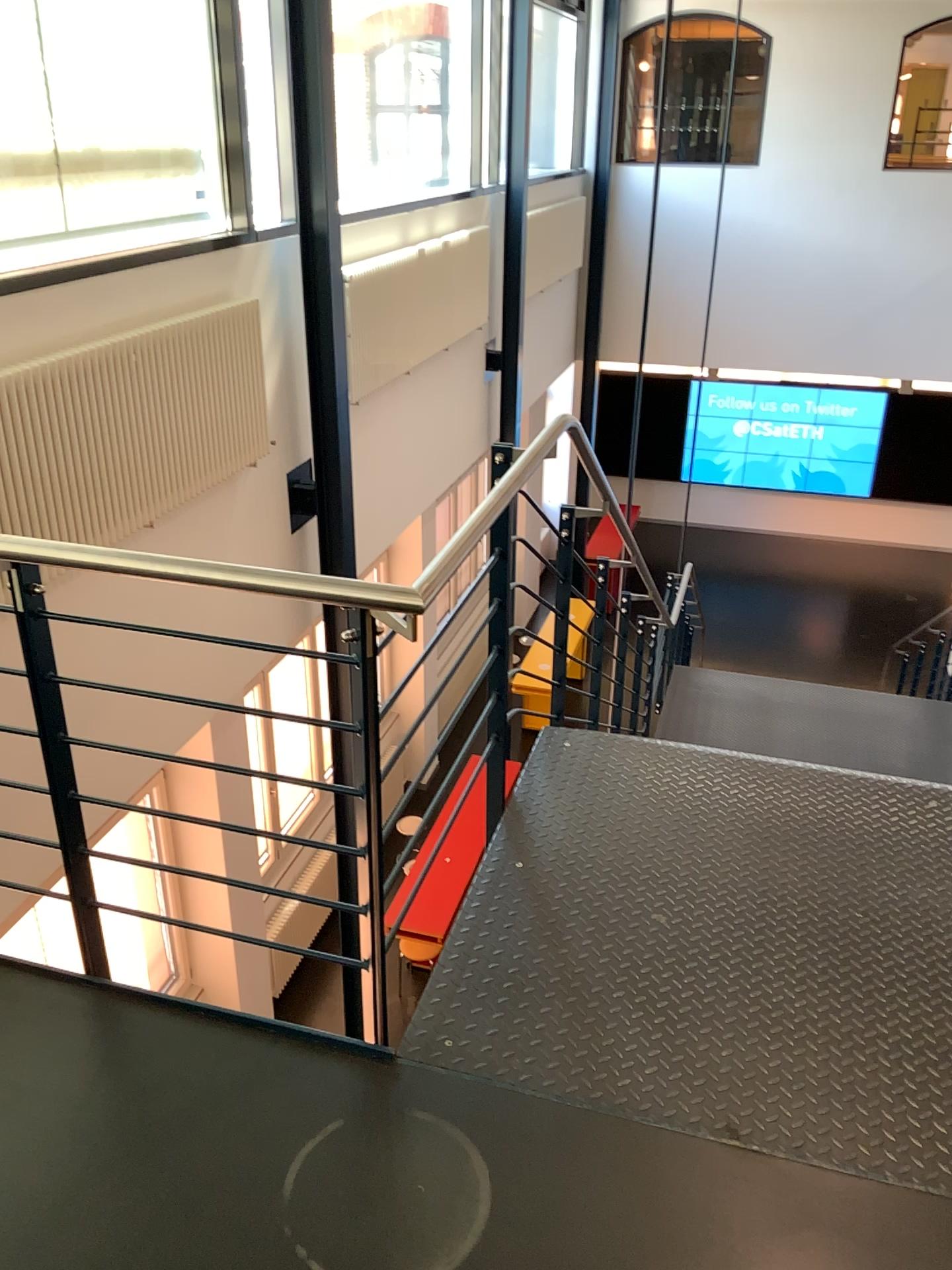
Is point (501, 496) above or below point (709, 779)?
above
